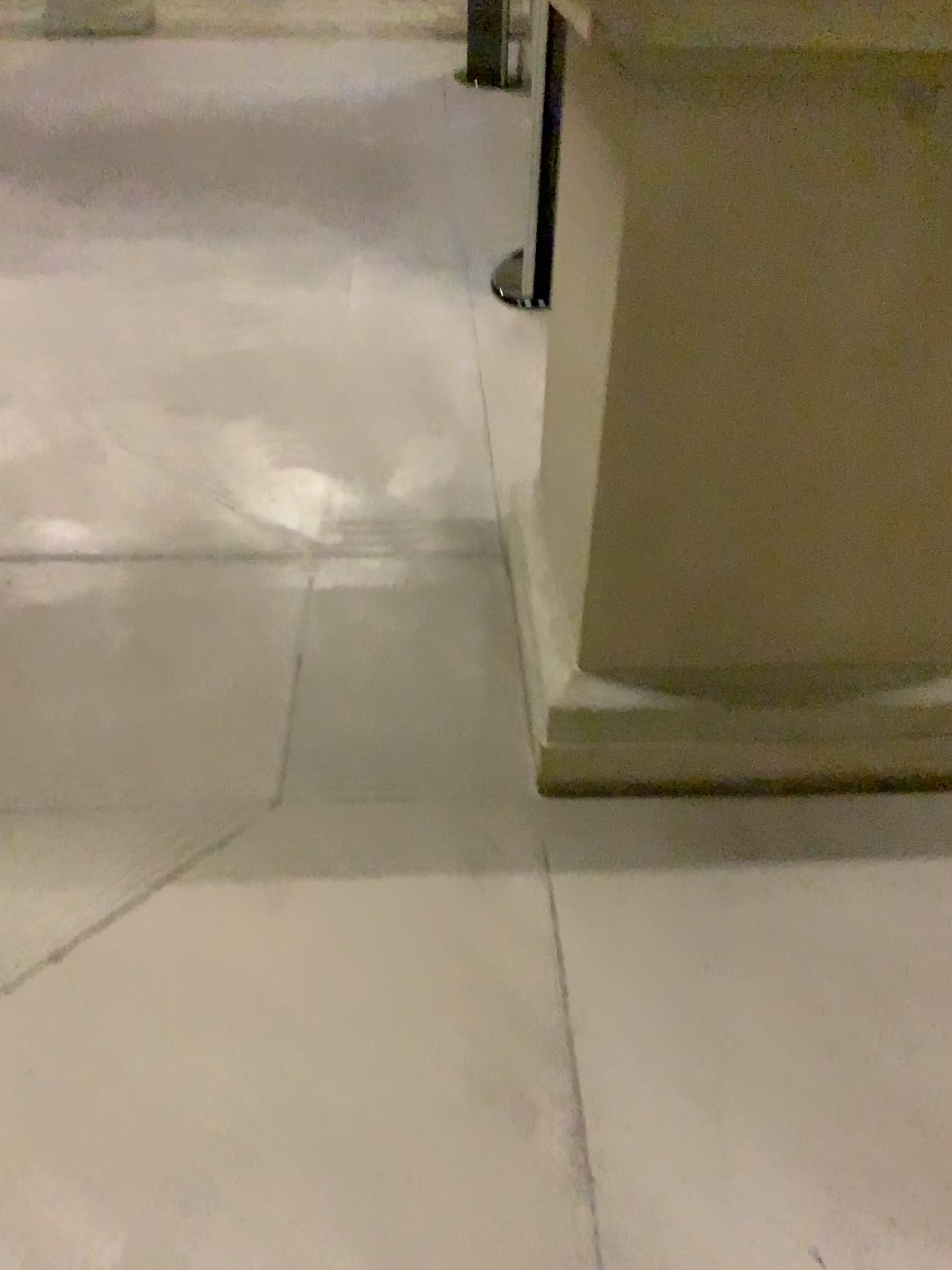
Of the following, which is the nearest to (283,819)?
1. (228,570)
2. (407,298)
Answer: (228,570)
